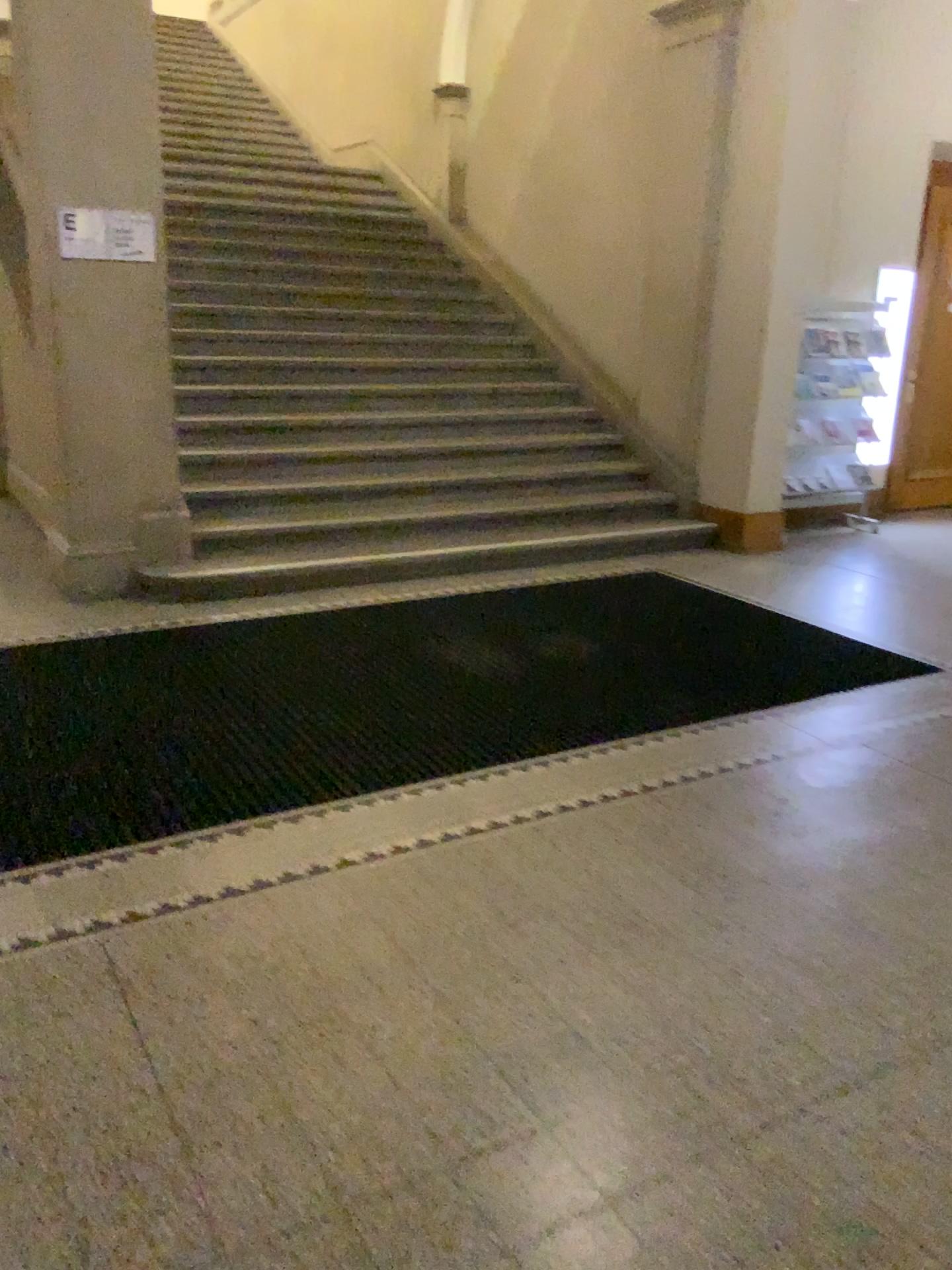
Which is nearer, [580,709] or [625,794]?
[625,794]
